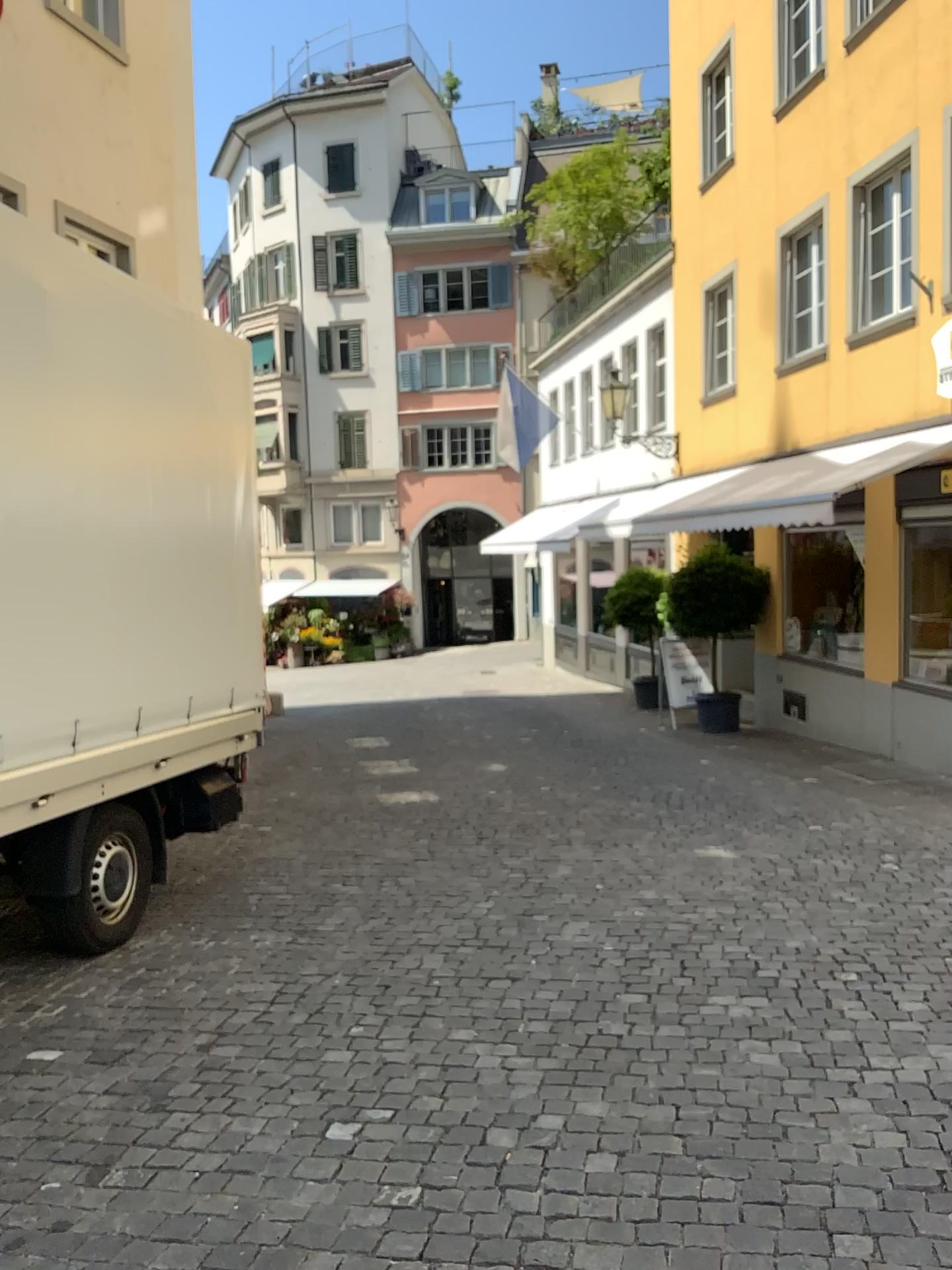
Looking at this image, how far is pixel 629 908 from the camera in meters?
5.2 m
